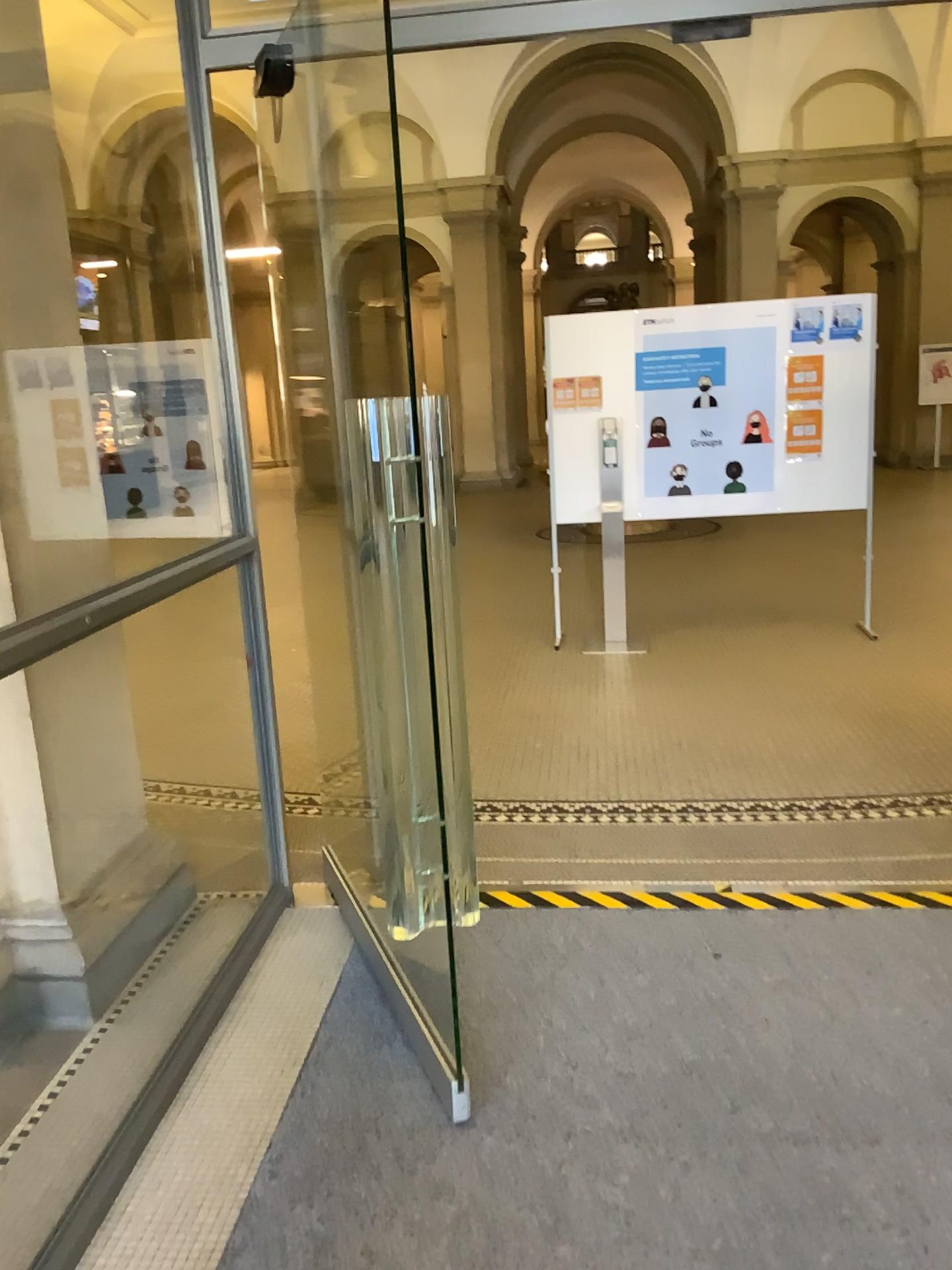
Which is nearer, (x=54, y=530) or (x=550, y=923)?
(x=54, y=530)
